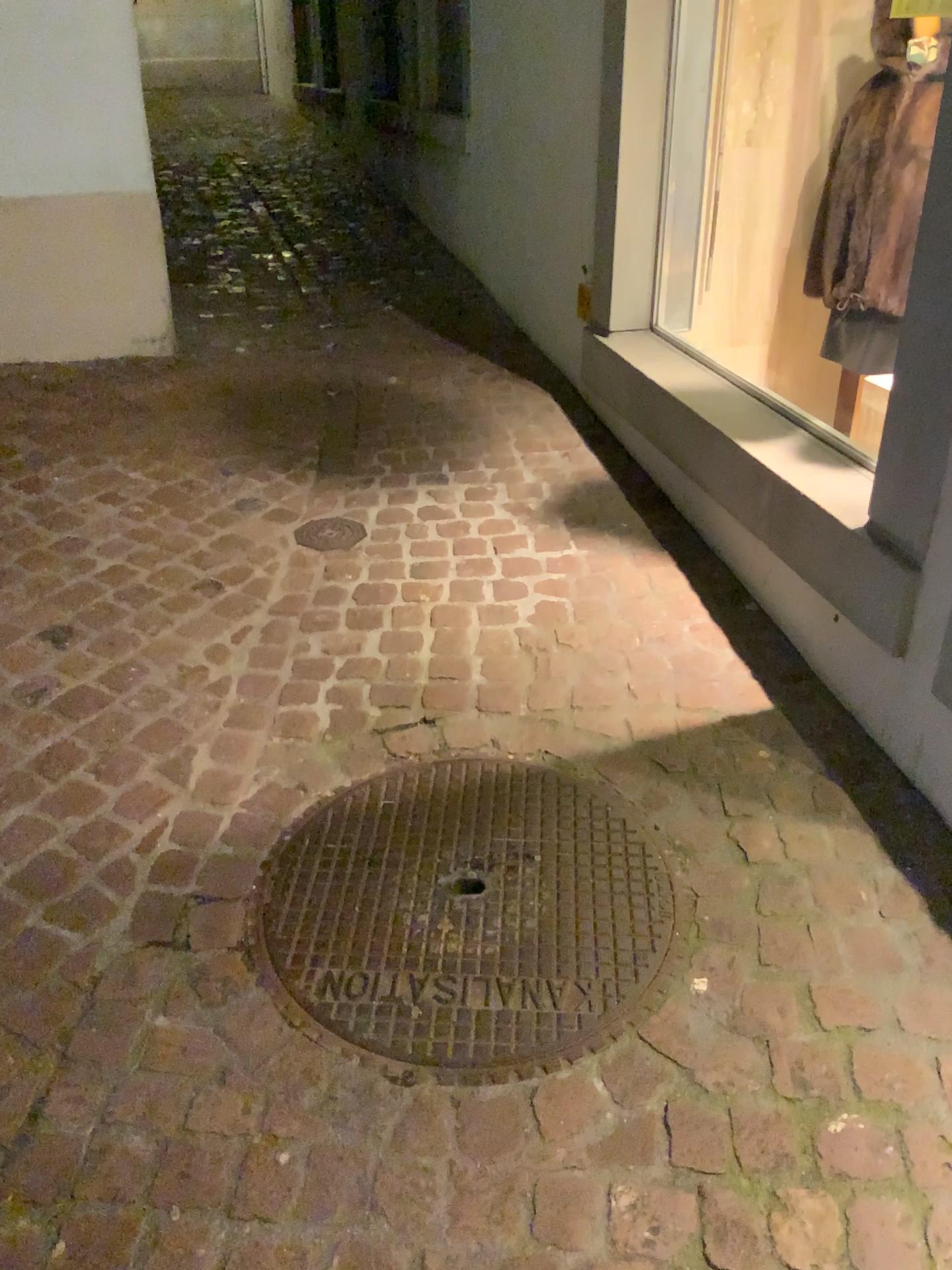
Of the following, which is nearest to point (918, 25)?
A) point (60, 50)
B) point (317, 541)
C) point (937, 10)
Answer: point (937, 10)

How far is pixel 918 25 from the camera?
Result: 2.8 meters

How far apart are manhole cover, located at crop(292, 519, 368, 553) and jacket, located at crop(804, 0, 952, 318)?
1.6m

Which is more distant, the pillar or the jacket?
the pillar

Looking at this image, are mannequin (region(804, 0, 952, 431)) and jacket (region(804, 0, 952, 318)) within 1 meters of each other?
yes

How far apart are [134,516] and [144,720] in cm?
91

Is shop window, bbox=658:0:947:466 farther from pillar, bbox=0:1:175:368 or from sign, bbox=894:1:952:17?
pillar, bbox=0:1:175:368

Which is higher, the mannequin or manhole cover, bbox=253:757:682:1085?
the mannequin

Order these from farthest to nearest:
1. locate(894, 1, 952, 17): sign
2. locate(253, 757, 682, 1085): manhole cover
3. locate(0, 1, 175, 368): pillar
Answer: locate(0, 1, 175, 368): pillar, locate(894, 1, 952, 17): sign, locate(253, 757, 682, 1085): manhole cover

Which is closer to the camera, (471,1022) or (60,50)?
(471,1022)
